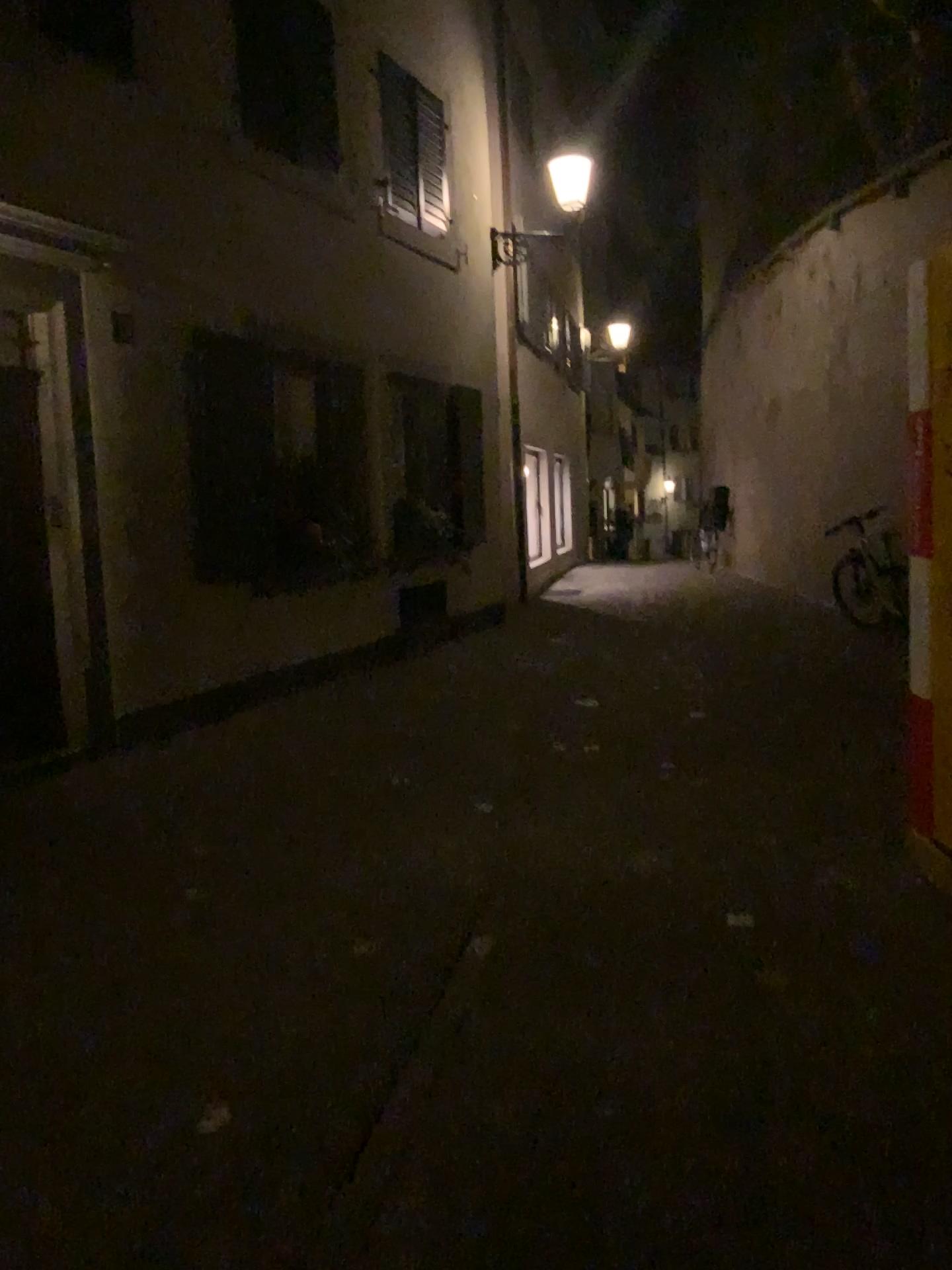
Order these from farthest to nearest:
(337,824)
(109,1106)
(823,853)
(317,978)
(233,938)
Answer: (337,824) → (823,853) → (233,938) → (317,978) → (109,1106)
